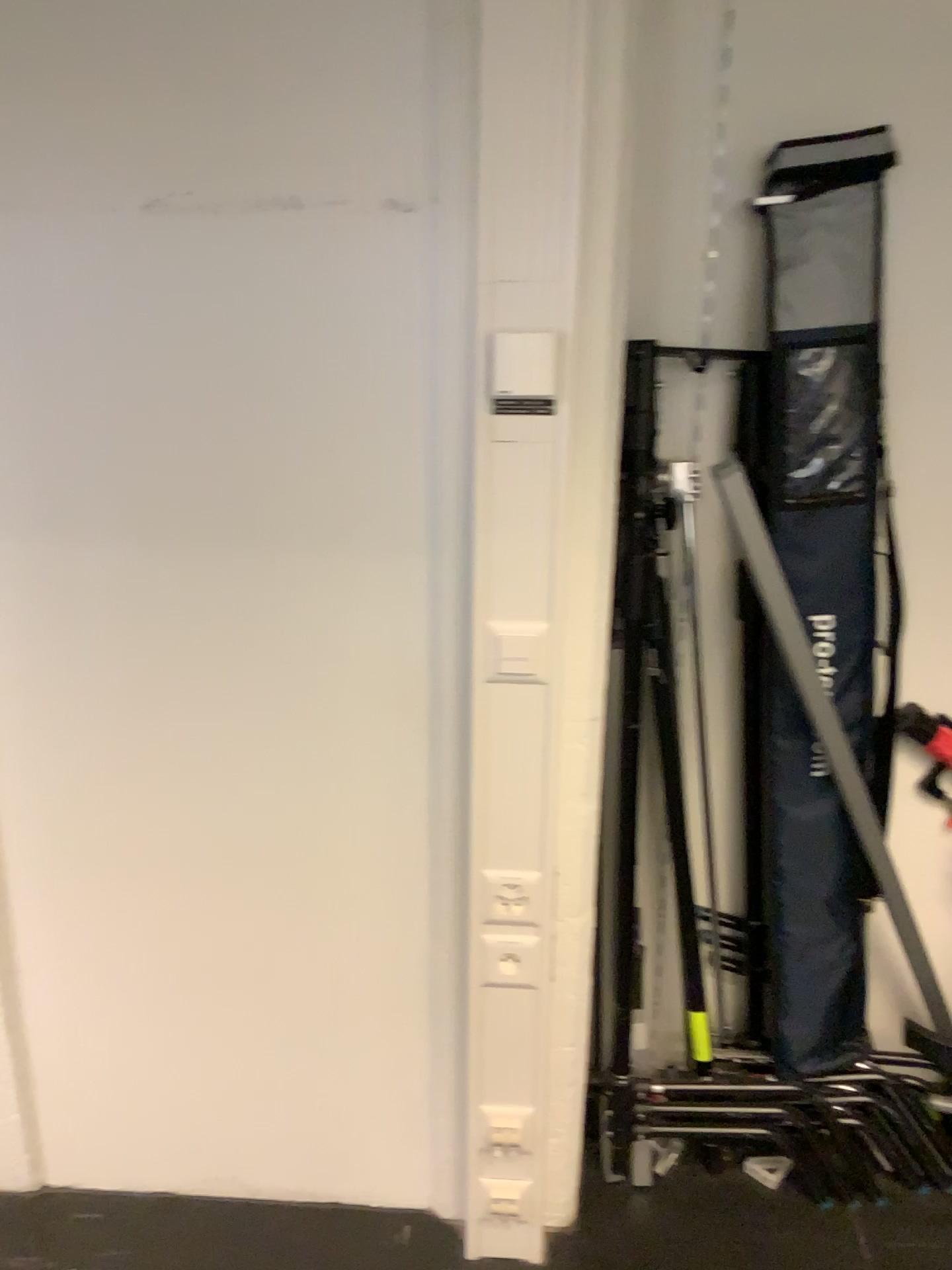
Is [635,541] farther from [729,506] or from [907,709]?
[907,709]

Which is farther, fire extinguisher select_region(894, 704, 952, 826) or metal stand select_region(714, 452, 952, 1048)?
fire extinguisher select_region(894, 704, 952, 826)

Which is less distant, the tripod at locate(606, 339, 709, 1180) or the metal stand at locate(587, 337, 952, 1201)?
the tripod at locate(606, 339, 709, 1180)

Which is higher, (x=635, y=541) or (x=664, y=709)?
(x=635, y=541)

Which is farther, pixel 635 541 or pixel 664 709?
pixel 664 709

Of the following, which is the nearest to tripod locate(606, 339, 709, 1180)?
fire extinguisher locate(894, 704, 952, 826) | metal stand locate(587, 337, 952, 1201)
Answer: metal stand locate(587, 337, 952, 1201)

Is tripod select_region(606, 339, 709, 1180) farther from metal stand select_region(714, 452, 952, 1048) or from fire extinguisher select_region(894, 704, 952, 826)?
fire extinguisher select_region(894, 704, 952, 826)

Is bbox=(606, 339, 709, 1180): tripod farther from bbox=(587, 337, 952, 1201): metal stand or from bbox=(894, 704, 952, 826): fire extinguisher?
bbox=(894, 704, 952, 826): fire extinguisher

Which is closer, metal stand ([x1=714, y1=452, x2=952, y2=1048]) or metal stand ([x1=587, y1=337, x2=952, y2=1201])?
metal stand ([x1=714, y1=452, x2=952, y2=1048])

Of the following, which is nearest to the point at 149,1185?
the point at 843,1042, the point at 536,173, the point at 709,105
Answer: the point at 843,1042
